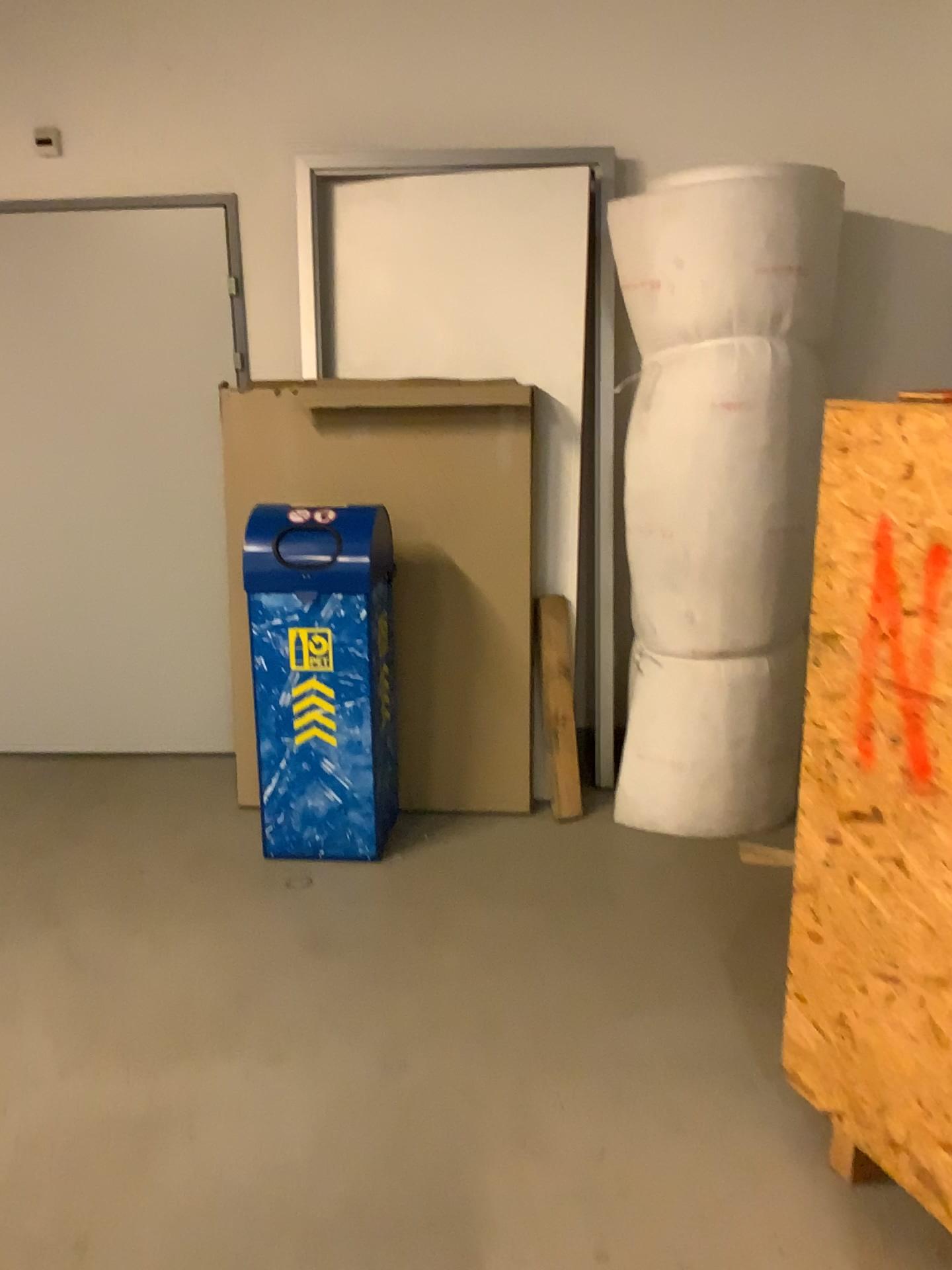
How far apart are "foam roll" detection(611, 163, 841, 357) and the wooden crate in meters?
1.2 m

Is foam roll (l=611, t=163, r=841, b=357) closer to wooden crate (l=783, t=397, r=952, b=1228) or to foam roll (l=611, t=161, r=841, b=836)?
foam roll (l=611, t=161, r=841, b=836)

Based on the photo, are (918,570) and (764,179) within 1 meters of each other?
no

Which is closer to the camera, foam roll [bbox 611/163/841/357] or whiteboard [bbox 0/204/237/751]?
foam roll [bbox 611/163/841/357]

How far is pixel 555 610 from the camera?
3.5 meters

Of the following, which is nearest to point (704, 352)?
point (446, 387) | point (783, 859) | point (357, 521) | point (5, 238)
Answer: point (446, 387)

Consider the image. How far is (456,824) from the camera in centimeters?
350cm

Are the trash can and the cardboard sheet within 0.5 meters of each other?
yes

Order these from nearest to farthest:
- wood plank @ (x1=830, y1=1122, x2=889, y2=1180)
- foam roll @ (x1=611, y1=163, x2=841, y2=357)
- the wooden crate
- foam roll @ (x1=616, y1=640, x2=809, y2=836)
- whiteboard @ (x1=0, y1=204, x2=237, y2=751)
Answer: the wooden crate
wood plank @ (x1=830, y1=1122, x2=889, y2=1180)
foam roll @ (x1=611, y1=163, x2=841, y2=357)
foam roll @ (x1=616, y1=640, x2=809, y2=836)
whiteboard @ (x1=0, y1=204, x2=237, y2=751)

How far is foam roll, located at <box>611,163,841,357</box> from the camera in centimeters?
295cm
